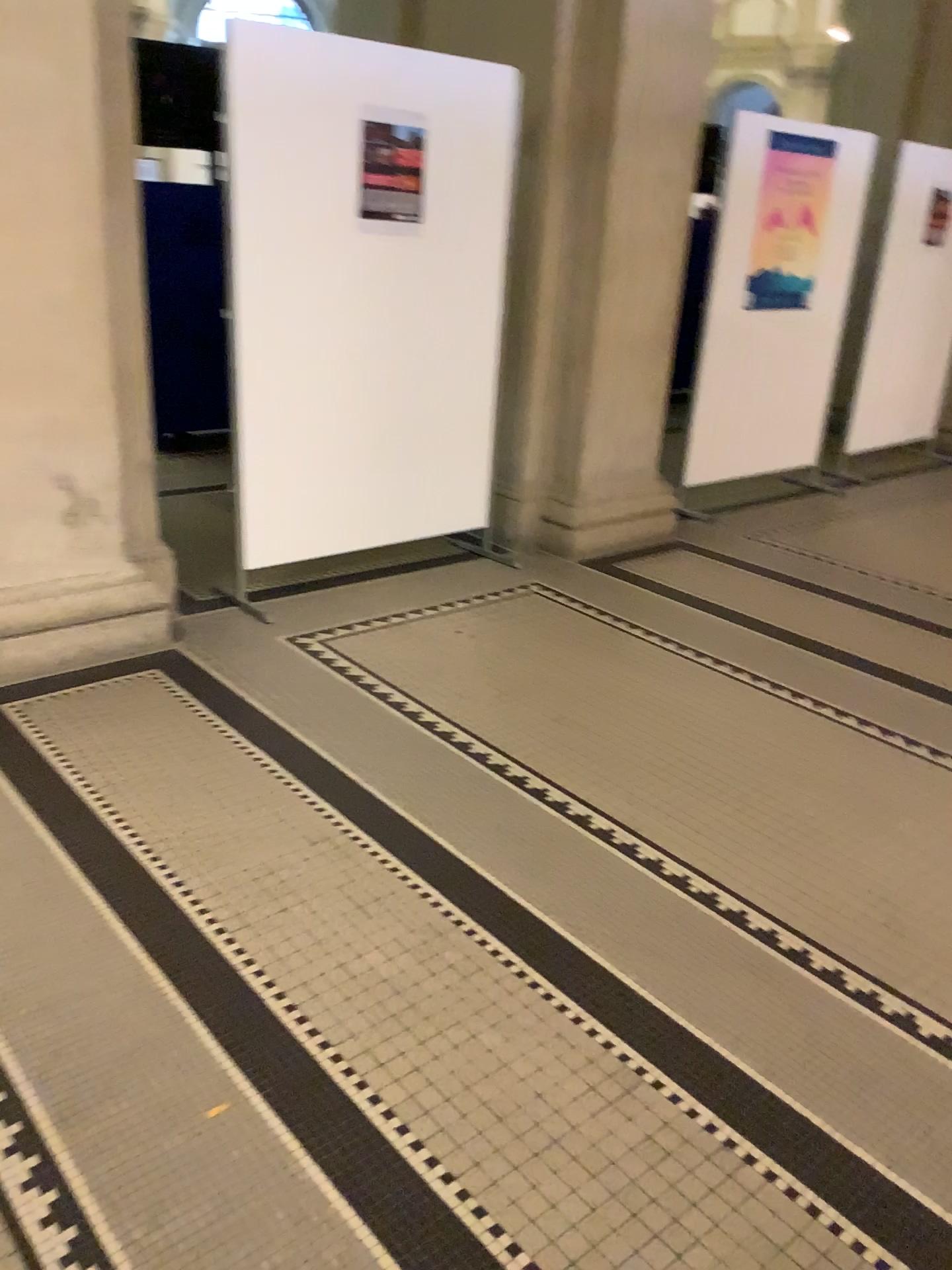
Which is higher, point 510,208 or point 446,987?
point 510,208

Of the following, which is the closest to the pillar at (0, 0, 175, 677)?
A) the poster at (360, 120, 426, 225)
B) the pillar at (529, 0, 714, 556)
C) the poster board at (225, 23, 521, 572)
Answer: the poster board at (225, 23, 521, 572)

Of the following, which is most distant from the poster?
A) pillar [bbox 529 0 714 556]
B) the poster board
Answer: pillar [bbox 529 0 714 556]

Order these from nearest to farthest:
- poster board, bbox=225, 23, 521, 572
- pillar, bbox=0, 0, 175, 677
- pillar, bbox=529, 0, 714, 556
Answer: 1. pillar, bbox=0, 0, 175, 677
2. poster board, bbox=225, 23, 521, 572
3. pillar, bbox=529, 0, 714, 556

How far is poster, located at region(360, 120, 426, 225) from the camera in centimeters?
374cm

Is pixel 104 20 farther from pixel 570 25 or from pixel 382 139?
pixel 570 25

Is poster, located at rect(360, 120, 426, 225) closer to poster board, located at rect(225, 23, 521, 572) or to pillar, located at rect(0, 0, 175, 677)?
poster board, located at rect(225, 23, 521, 572)

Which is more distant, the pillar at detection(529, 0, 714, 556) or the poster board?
the pillar at detection(529, 0, 714, 556)

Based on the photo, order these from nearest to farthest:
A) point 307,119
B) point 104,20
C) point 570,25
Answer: point 104,20 < point 307,119 < point 570,25

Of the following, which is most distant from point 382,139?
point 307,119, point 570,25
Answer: point 570,25
